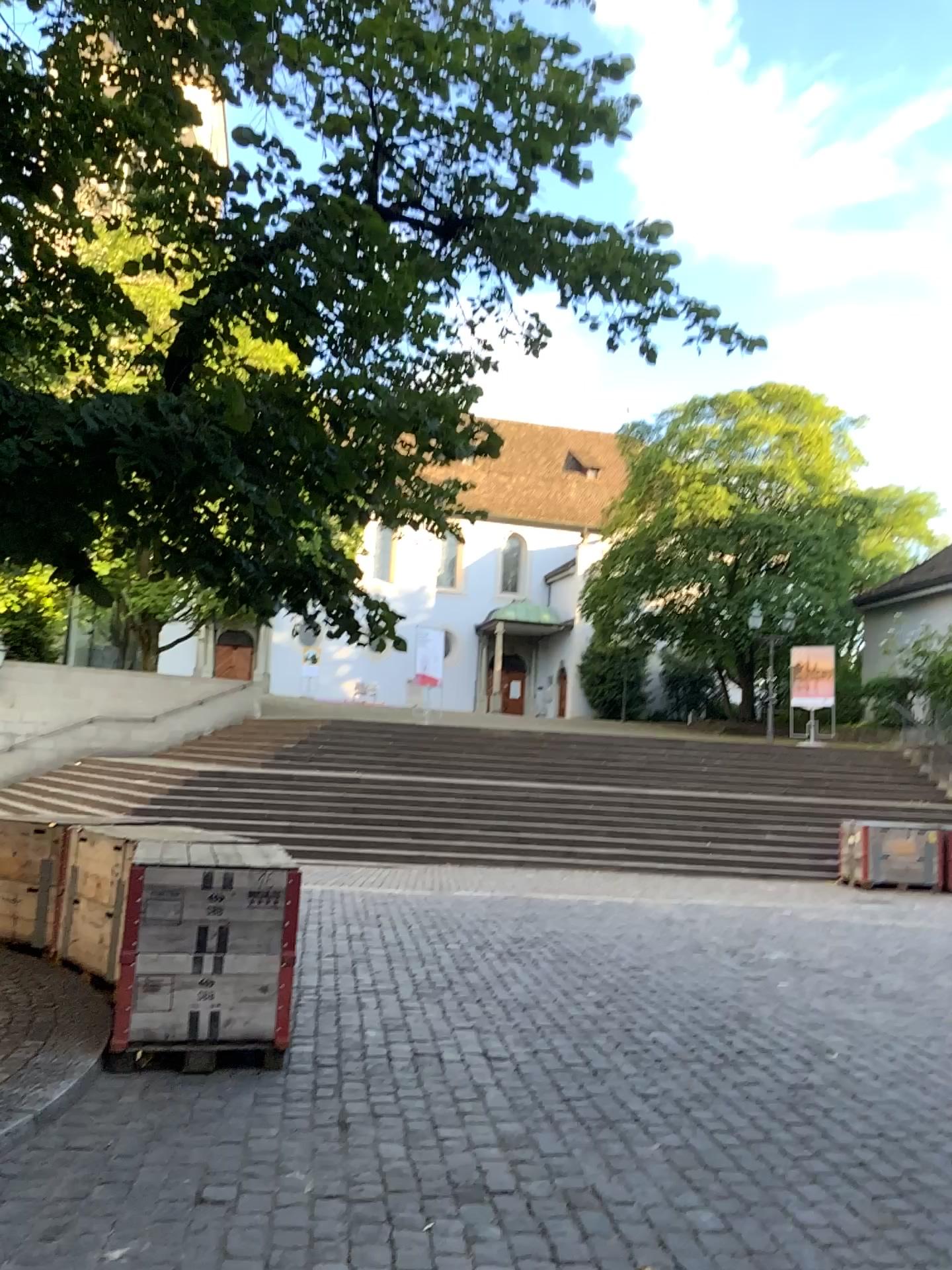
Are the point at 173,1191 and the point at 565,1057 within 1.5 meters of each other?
no
